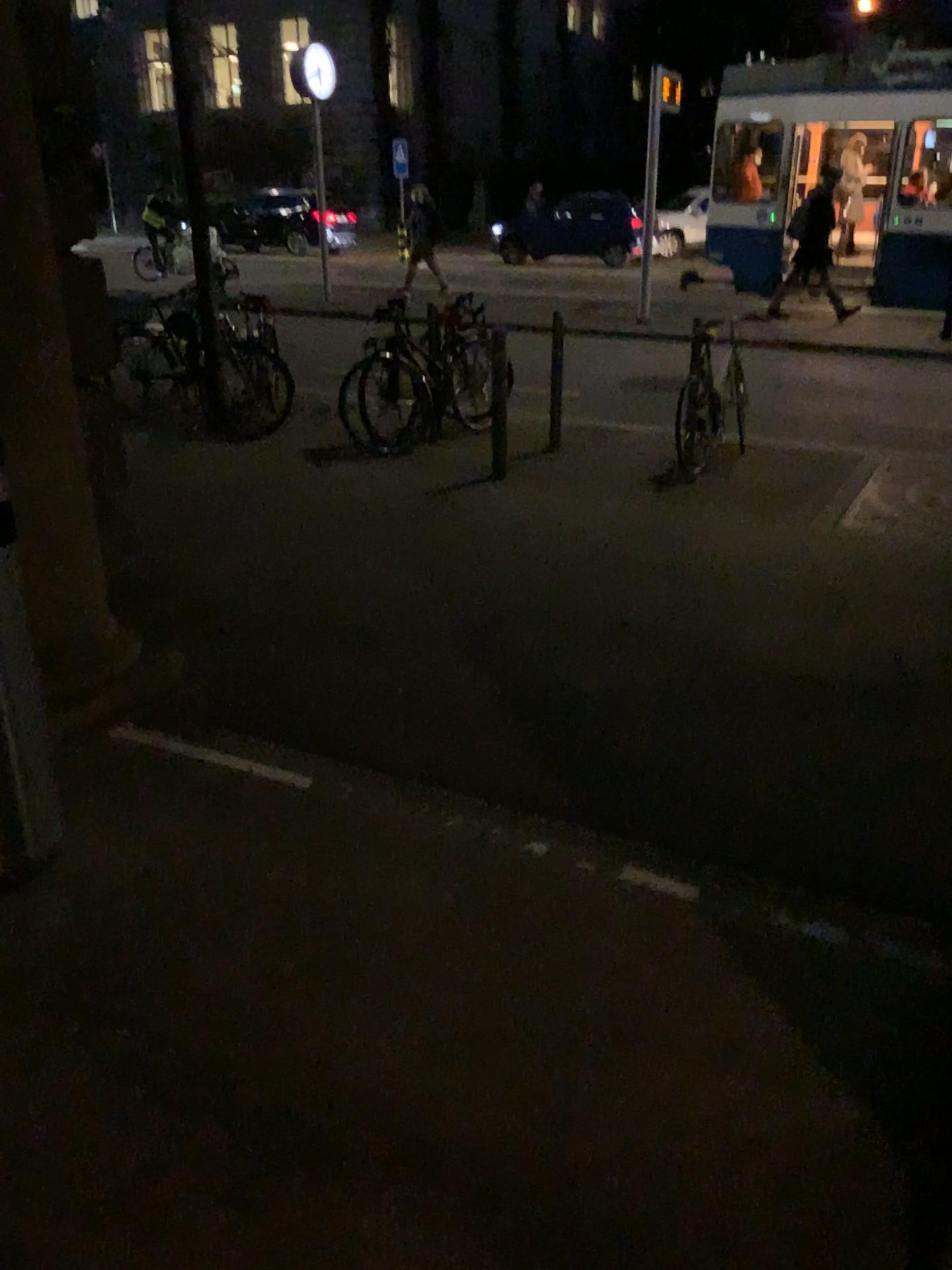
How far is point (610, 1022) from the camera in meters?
2.0 m
